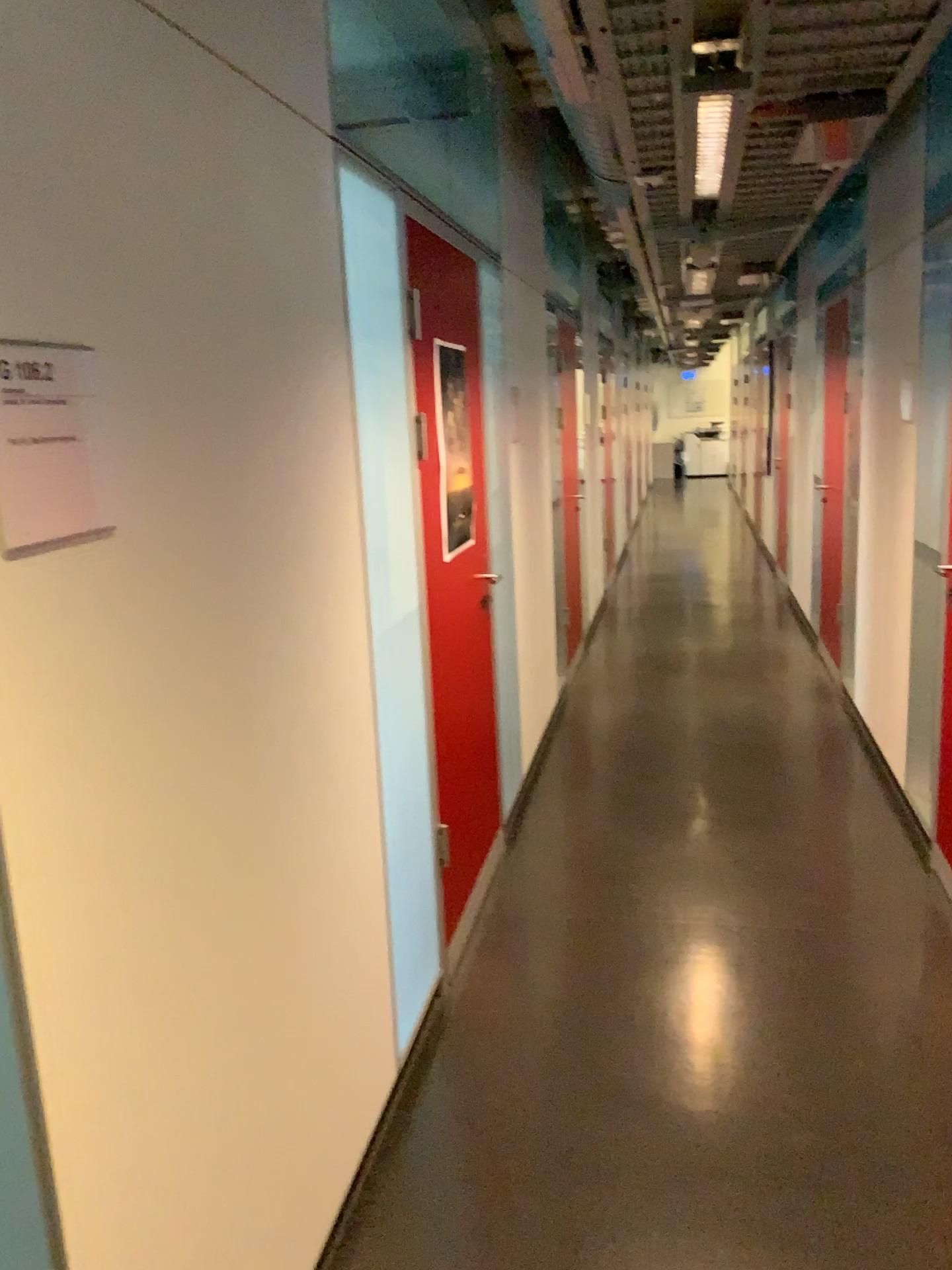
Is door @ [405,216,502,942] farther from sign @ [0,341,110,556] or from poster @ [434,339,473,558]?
sign @ [0,341,110,556]

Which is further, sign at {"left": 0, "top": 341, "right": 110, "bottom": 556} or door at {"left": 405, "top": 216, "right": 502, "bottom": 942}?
door at {"left": 405, "top": 216, "right": 502, "bottom": 942}

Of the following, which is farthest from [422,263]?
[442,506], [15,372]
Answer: [15,372]

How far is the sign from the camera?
1.1 meters

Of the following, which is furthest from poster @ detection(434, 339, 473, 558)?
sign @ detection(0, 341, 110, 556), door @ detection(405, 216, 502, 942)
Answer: sign @ detection(0, 341, 110, 556)

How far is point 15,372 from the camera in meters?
1.1 m

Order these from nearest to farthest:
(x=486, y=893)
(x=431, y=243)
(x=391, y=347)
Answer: (x=391, y=347)
(x=431, y=243)
(x=486, y=893)

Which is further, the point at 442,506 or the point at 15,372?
the point at 442,506
